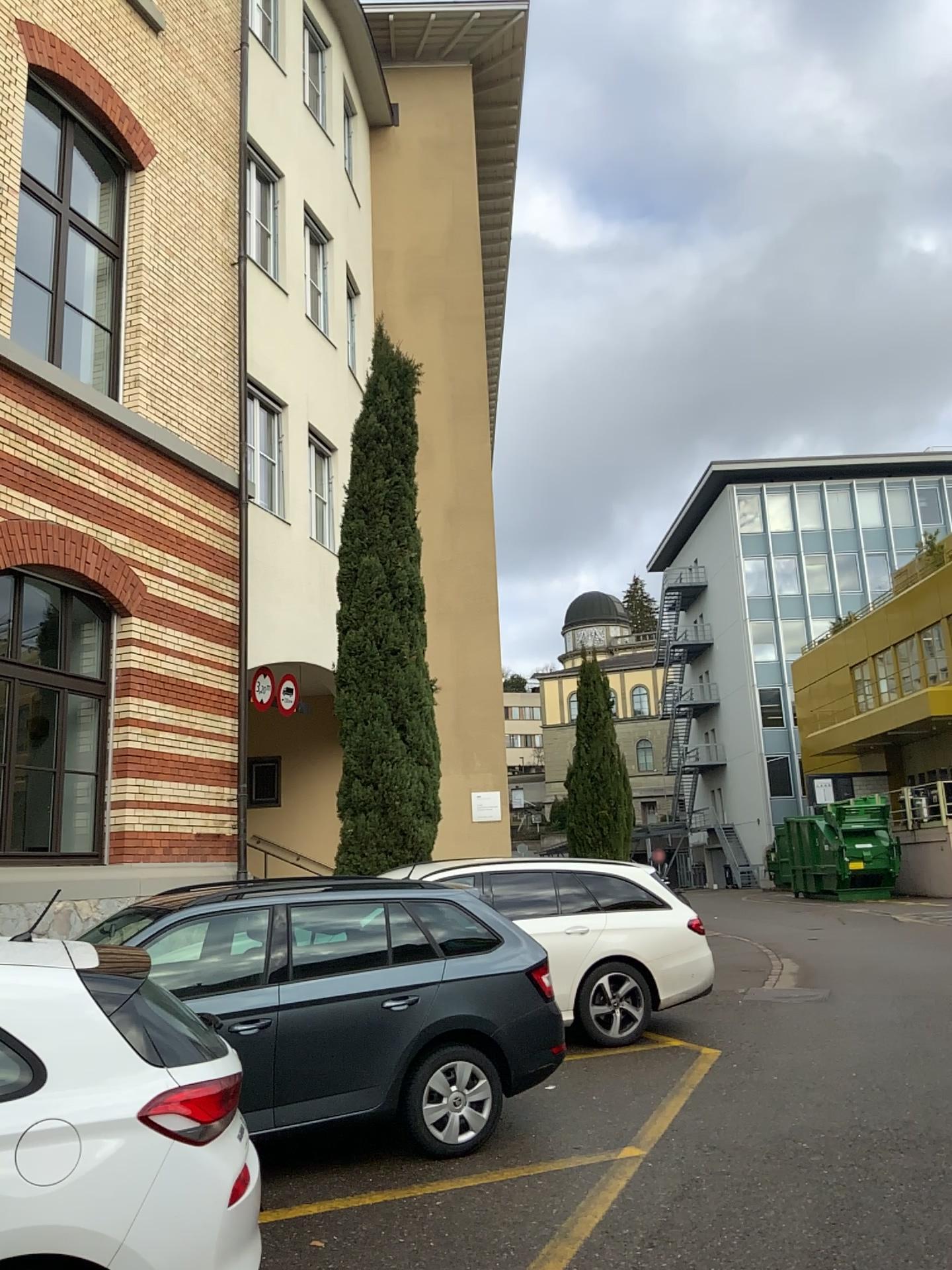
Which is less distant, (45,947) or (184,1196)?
(184,1196)

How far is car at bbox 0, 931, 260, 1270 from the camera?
2.8 meters

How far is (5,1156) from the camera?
2.8m
